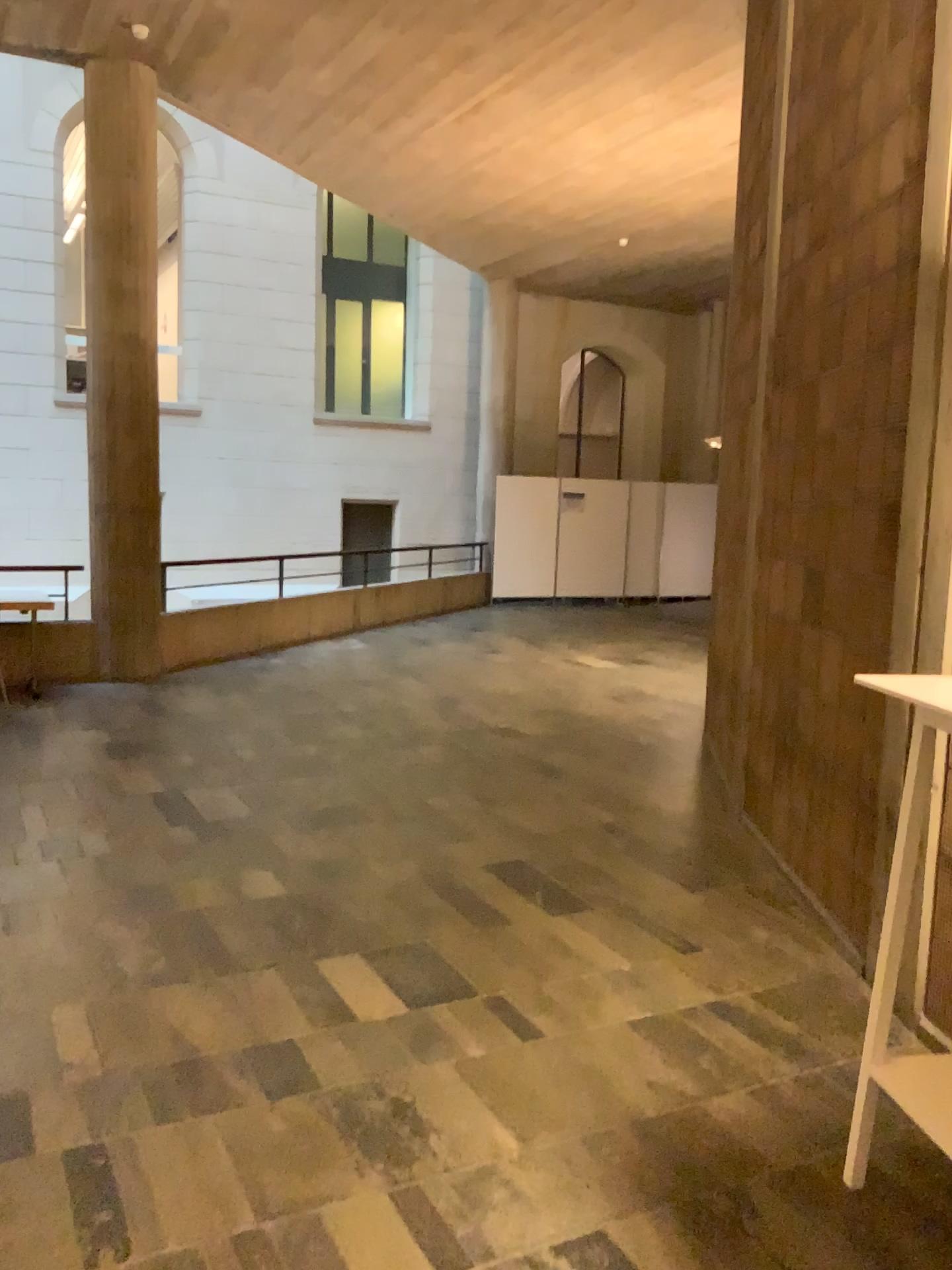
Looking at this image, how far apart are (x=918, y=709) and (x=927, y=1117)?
0.9 meters

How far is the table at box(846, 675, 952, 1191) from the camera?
2.2m

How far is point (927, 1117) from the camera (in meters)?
2.29

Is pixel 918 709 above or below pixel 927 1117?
above

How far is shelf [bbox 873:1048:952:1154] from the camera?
2.3m

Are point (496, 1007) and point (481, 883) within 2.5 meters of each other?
yes
